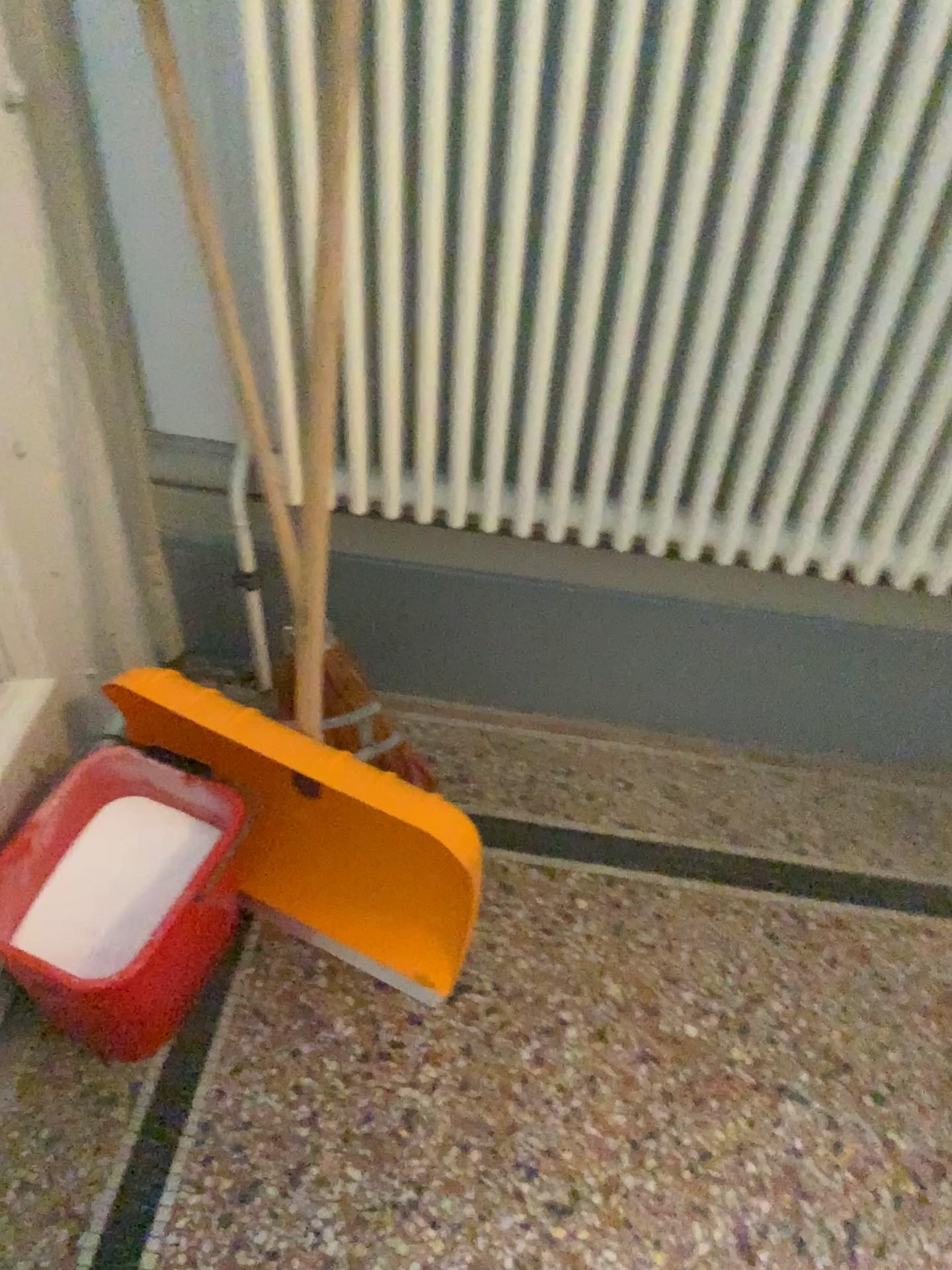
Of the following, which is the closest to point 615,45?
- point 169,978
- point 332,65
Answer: point 332,65

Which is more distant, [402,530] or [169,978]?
[402,530]

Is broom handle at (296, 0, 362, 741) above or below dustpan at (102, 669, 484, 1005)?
above

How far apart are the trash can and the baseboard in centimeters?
29cm

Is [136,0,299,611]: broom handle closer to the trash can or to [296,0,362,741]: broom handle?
[296,0,362,741]: broom handle

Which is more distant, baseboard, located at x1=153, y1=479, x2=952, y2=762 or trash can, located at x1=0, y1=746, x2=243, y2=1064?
baseboard, located at x1=153, y1=479, x2=952, y2=762

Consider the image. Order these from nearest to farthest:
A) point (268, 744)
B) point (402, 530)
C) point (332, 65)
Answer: point (332, 65), point (268, 744), point (402, 530)

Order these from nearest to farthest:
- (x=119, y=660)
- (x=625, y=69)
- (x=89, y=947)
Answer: (x=625, y=69) → (x=89, y=947) → (x=119, y=660)

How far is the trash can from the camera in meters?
1.2 m

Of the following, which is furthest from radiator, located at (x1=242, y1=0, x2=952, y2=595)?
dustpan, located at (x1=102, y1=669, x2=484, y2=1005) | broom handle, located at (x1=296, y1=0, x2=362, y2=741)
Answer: dustpan, located at (x1=102, y1=669, x2=484, y2=1005)
